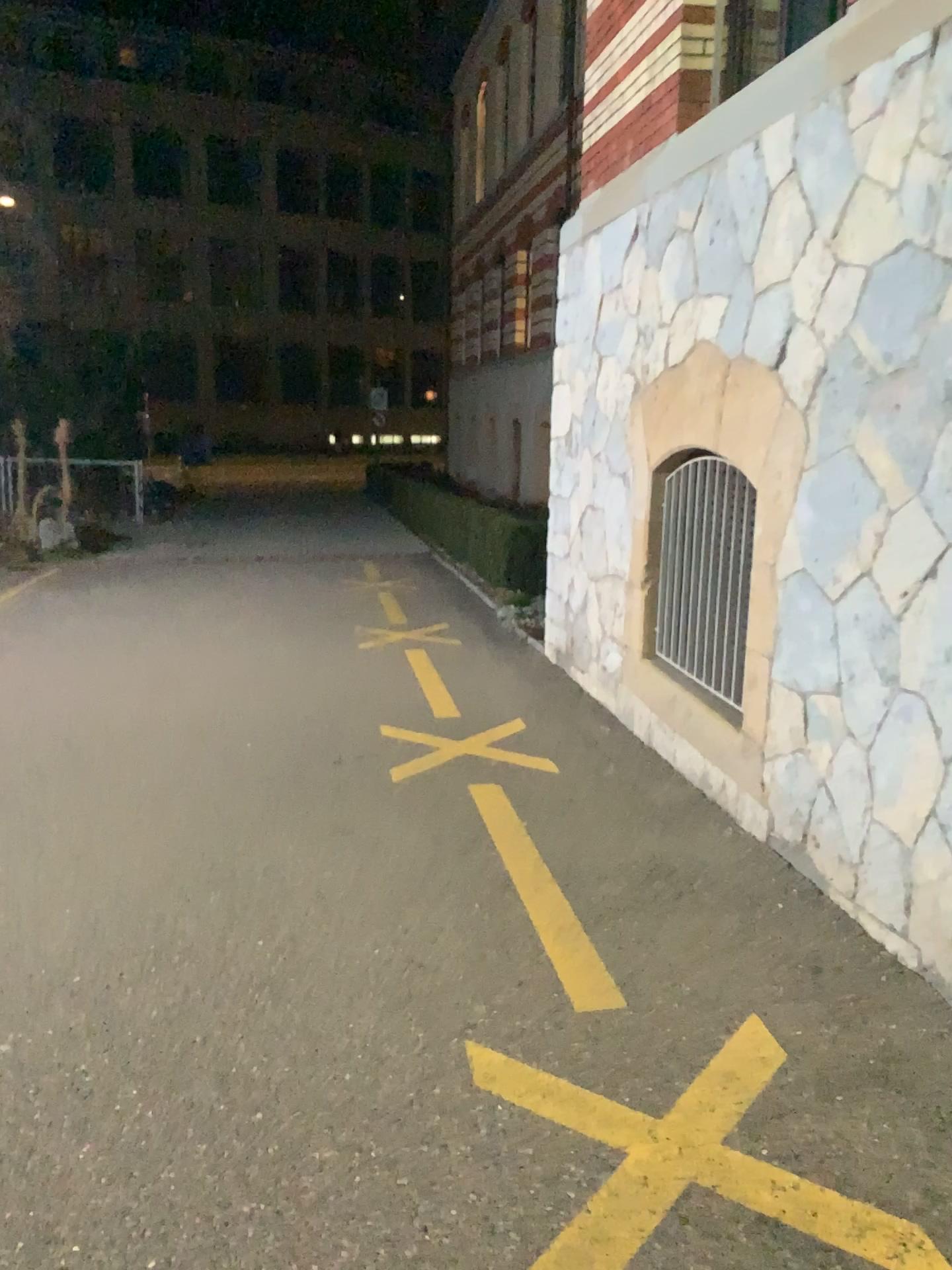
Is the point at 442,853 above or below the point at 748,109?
below
